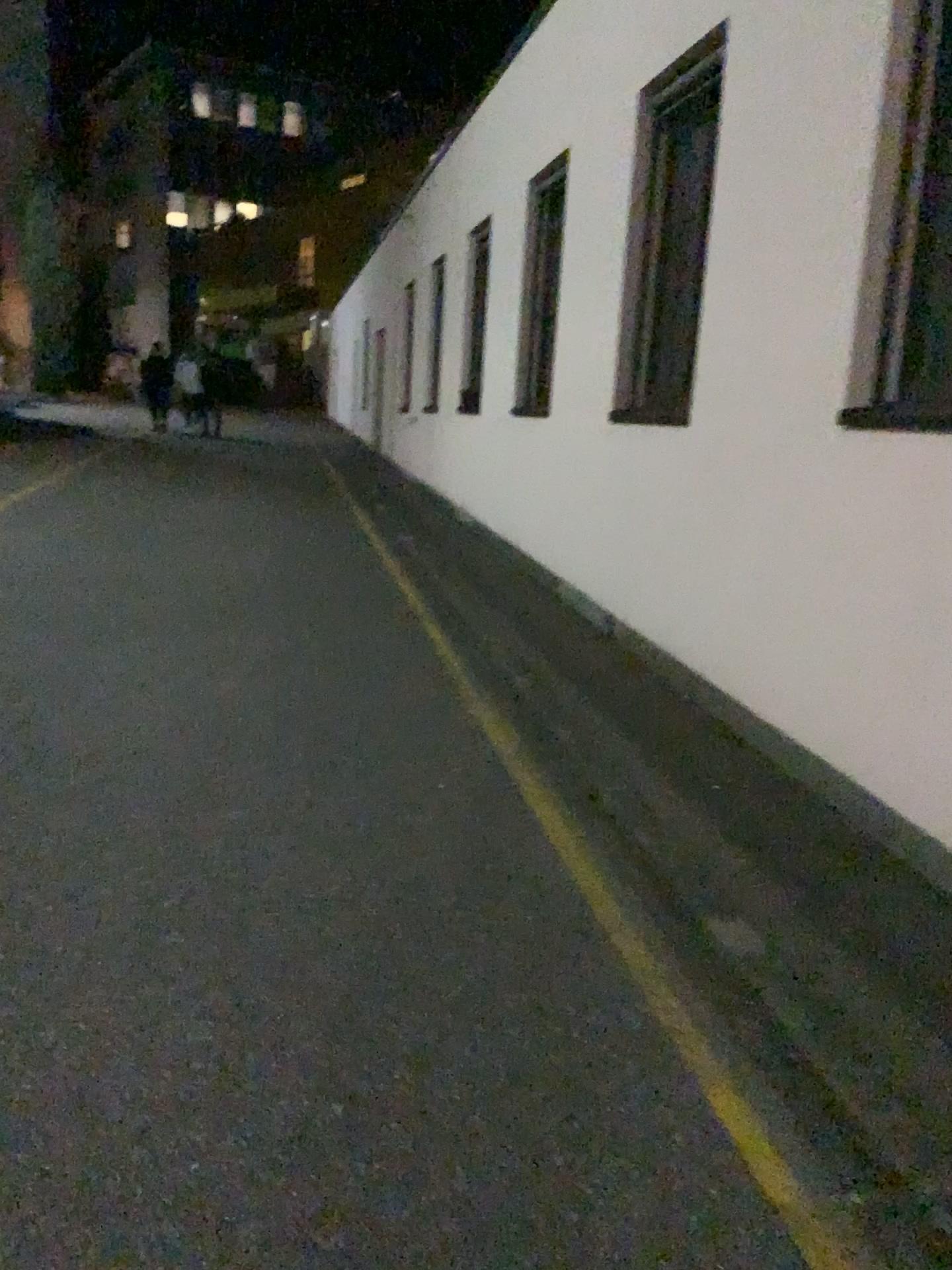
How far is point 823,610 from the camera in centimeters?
373cm
